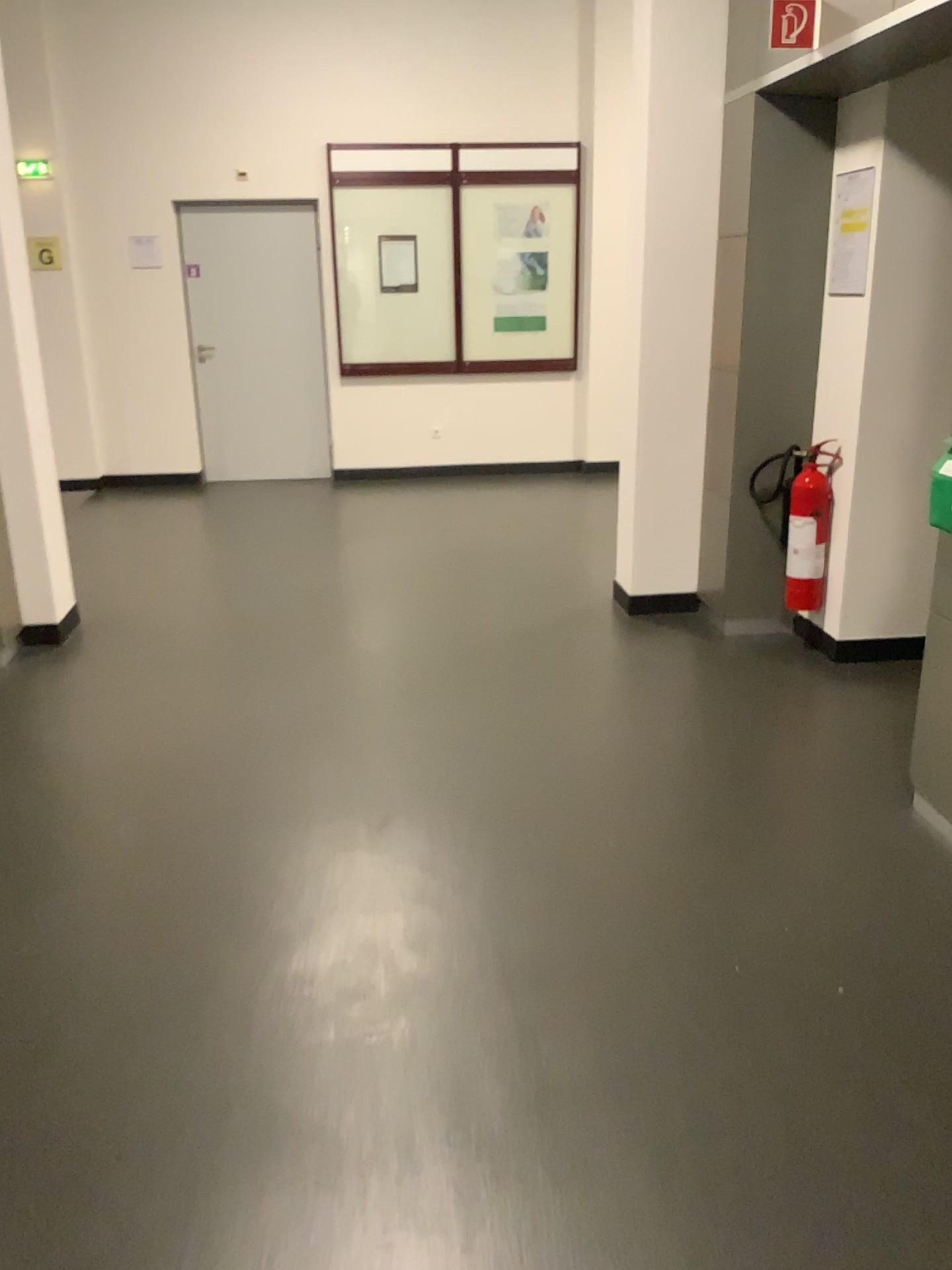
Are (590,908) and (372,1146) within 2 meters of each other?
yes

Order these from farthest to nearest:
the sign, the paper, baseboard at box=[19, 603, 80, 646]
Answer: baseboard at box=[19, 603, 80, 646], the paper, the sign

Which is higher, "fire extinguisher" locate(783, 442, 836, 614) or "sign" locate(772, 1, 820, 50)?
"sign" locate(772, 1, 820, 50)

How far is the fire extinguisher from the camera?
4.1m

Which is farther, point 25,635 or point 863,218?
point 25,635

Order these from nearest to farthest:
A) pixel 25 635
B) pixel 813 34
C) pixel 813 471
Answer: pixel 813 34, pixel 813 471, pixel 25 635

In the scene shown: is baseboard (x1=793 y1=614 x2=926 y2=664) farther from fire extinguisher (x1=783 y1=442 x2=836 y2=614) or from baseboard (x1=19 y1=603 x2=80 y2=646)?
baseboard (x1=19 y1=603 x2=80 y2=646)

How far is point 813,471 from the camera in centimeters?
407cm

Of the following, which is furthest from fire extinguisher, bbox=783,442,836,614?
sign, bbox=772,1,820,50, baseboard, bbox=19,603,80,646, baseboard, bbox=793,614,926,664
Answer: baseboard, bbox=19,603,80,646

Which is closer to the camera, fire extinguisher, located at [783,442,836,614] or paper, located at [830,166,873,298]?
paper, located at [830,166,873,298]
